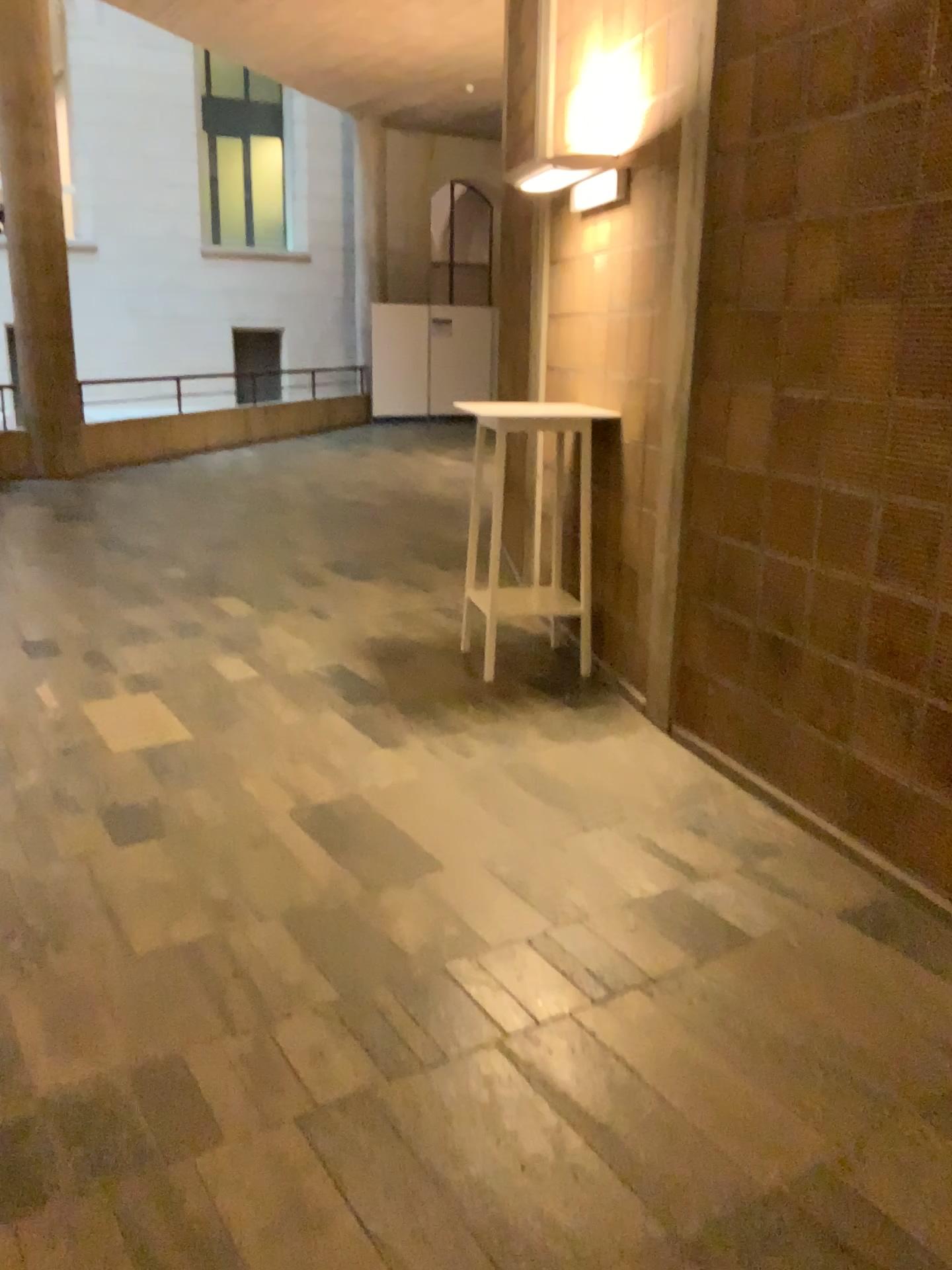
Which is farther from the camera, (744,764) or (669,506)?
(669,506)
